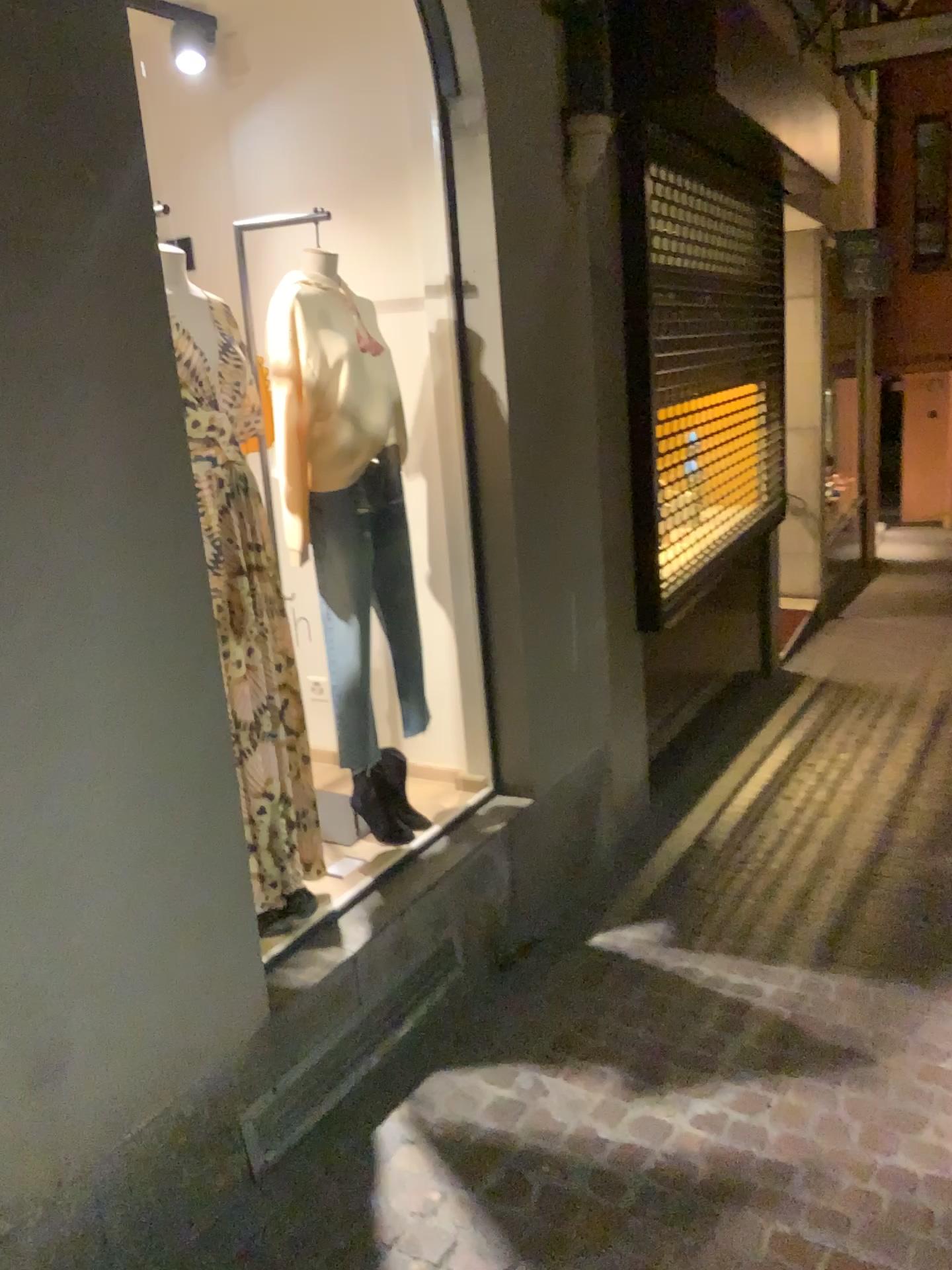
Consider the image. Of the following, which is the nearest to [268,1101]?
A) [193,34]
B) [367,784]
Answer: [367,784]

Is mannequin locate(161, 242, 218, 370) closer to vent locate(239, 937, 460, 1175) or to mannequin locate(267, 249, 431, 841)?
mannequin locate(267, 249, 431, 841)

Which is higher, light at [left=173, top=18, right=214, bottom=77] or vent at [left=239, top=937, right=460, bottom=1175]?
light at [left=173, top=18, right=214, bottom=77]

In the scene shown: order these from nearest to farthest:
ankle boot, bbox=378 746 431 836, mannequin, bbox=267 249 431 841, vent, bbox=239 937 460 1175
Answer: vent, bbox=239 937 460 1175, mannequin, bbox=267 249 431 841, ankle boot, bbox=378 746 431 836

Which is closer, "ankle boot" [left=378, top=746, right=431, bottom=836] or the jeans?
the jeans

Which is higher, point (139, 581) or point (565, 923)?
point (139, 581)

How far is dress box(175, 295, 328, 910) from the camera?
2.42m

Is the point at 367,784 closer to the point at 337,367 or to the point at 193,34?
the point at 337,367

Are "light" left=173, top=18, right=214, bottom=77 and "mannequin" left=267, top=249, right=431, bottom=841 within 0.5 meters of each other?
no

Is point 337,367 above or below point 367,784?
above
